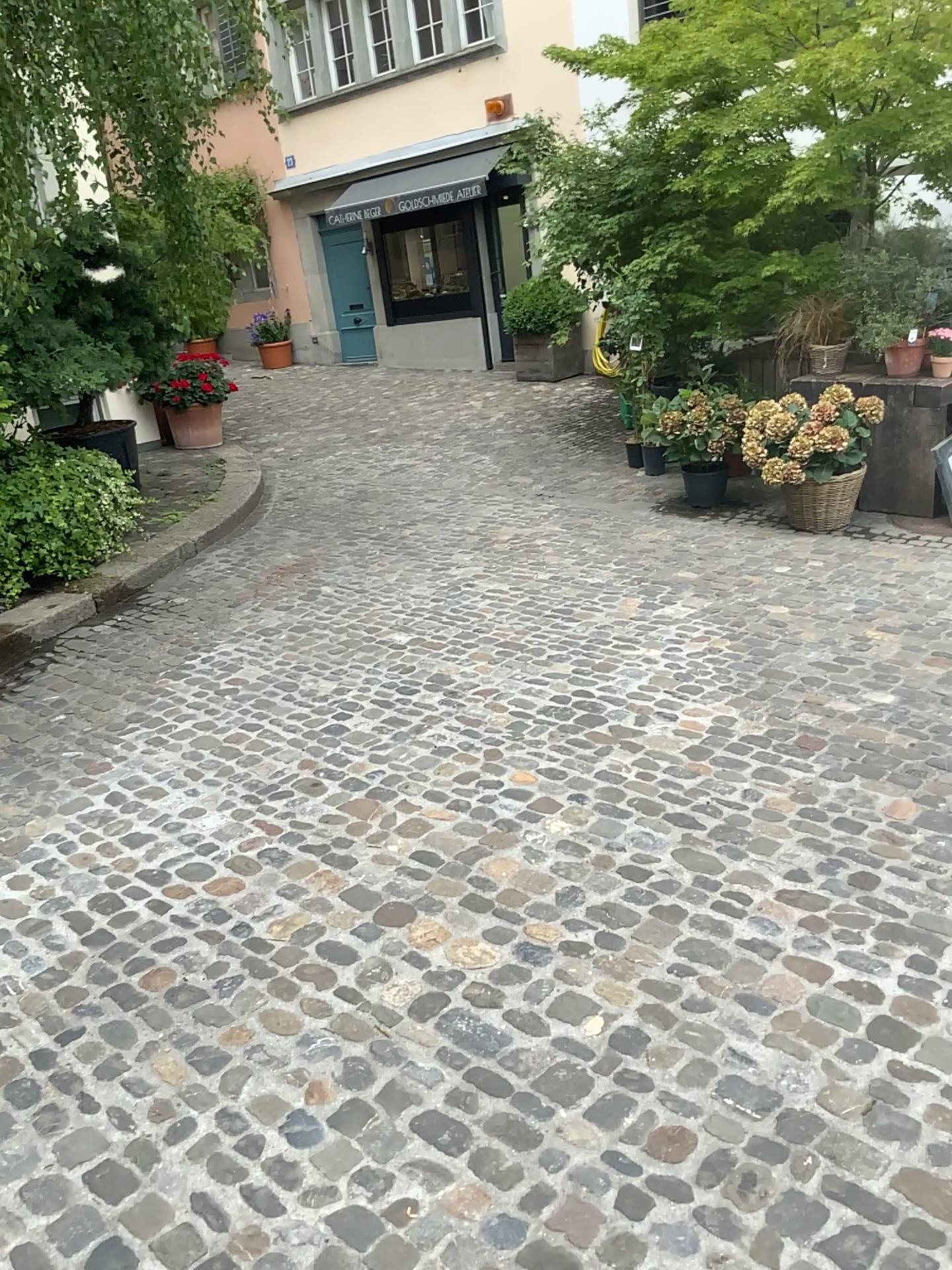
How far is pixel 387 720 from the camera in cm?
393
